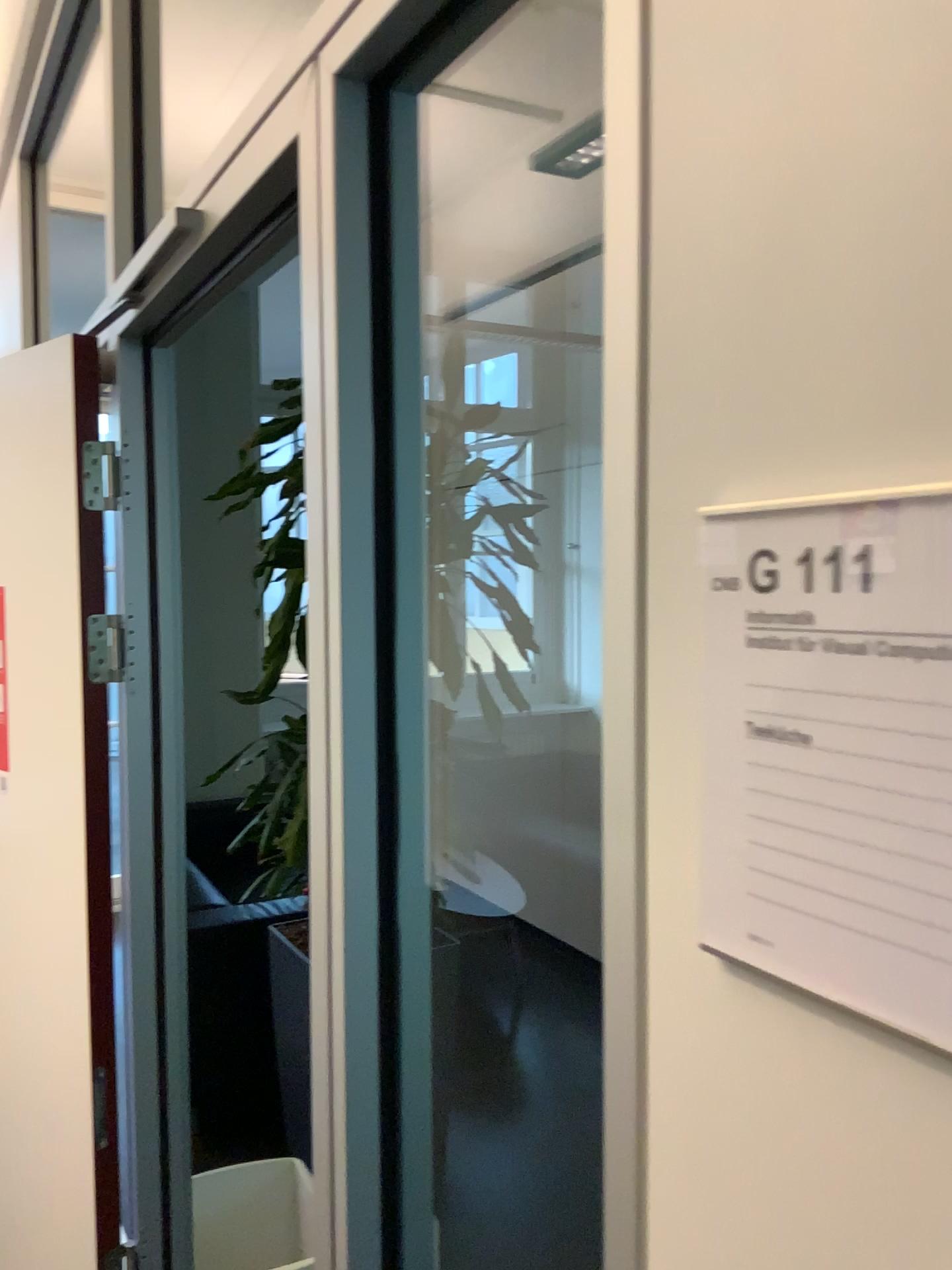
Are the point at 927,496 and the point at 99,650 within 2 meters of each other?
yes

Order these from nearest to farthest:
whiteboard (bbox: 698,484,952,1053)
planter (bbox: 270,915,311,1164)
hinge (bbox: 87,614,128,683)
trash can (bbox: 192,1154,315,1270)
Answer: whiteboard (bbox: 698,484,952,1053)
hinge (bbox: 87,614,128,683)
trash can (bbox: 192,1154,315,1270)
planter (bbox: 270,915,311,1164)

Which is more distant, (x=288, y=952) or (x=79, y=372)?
(x=288, y=952)

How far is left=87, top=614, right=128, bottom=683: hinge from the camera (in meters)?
1.83

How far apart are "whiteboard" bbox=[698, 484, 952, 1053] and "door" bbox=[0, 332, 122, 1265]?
1.5 meters

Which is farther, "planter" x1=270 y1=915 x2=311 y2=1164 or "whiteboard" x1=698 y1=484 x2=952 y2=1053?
"planter" x1=270 y1=915 x2=311 y2=1164

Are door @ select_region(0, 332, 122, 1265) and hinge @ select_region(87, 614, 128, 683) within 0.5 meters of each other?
yes

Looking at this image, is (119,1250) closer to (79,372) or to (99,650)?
(99,650)

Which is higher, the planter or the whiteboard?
the whiteboard

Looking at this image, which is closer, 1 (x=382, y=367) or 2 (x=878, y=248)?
2 (x=878, y=248)
